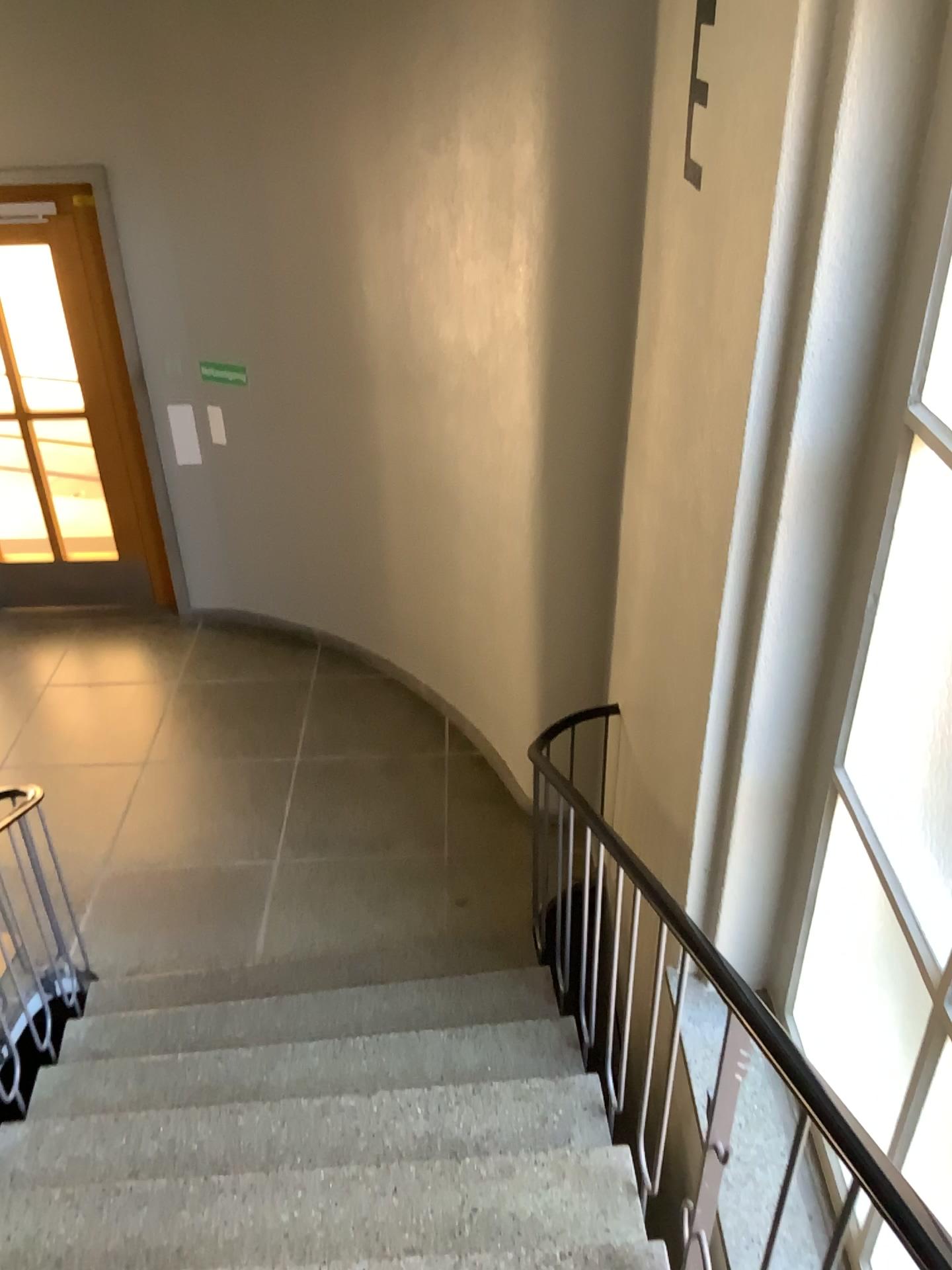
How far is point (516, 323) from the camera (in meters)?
3.78
